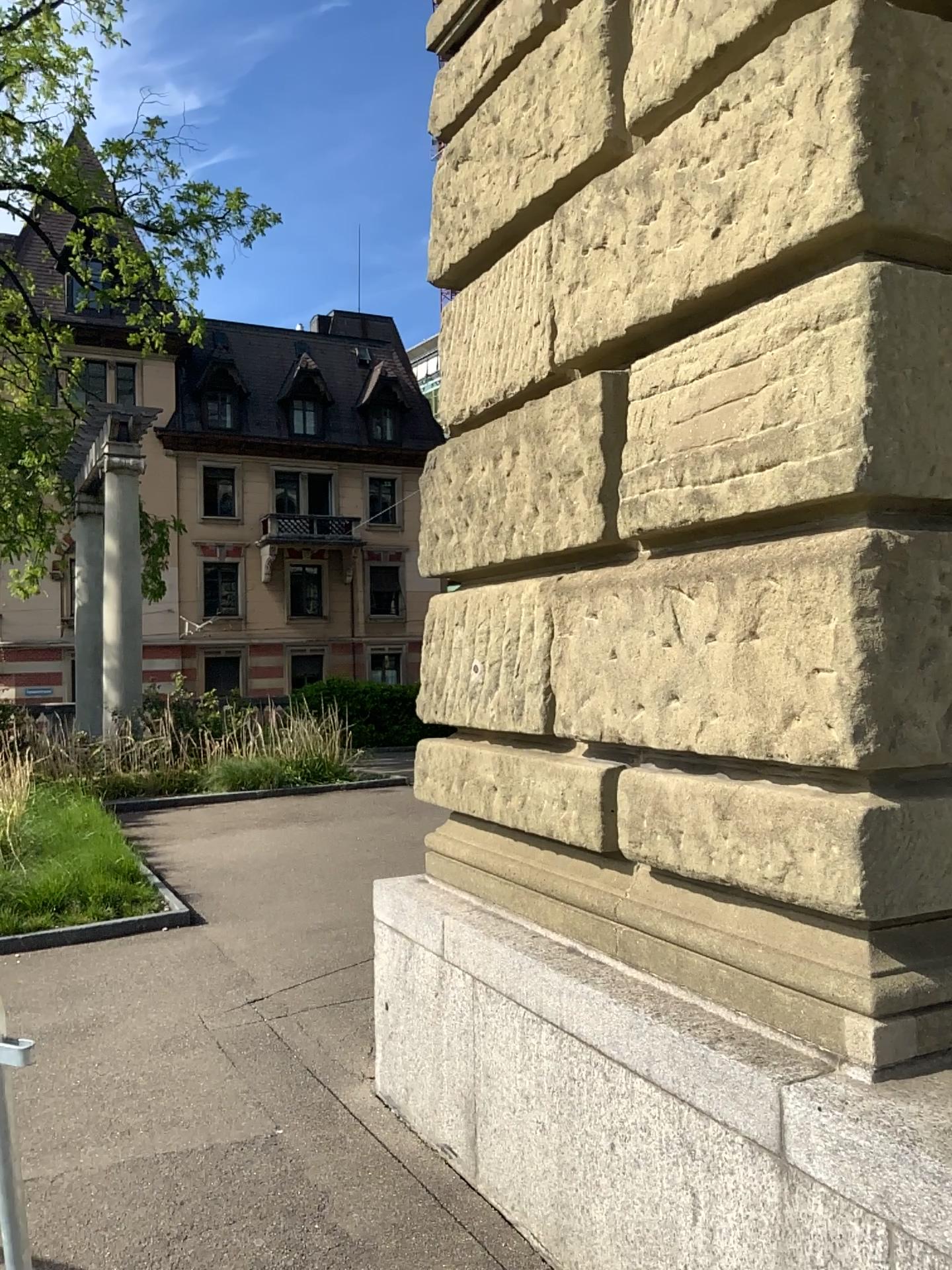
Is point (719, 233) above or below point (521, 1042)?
above
